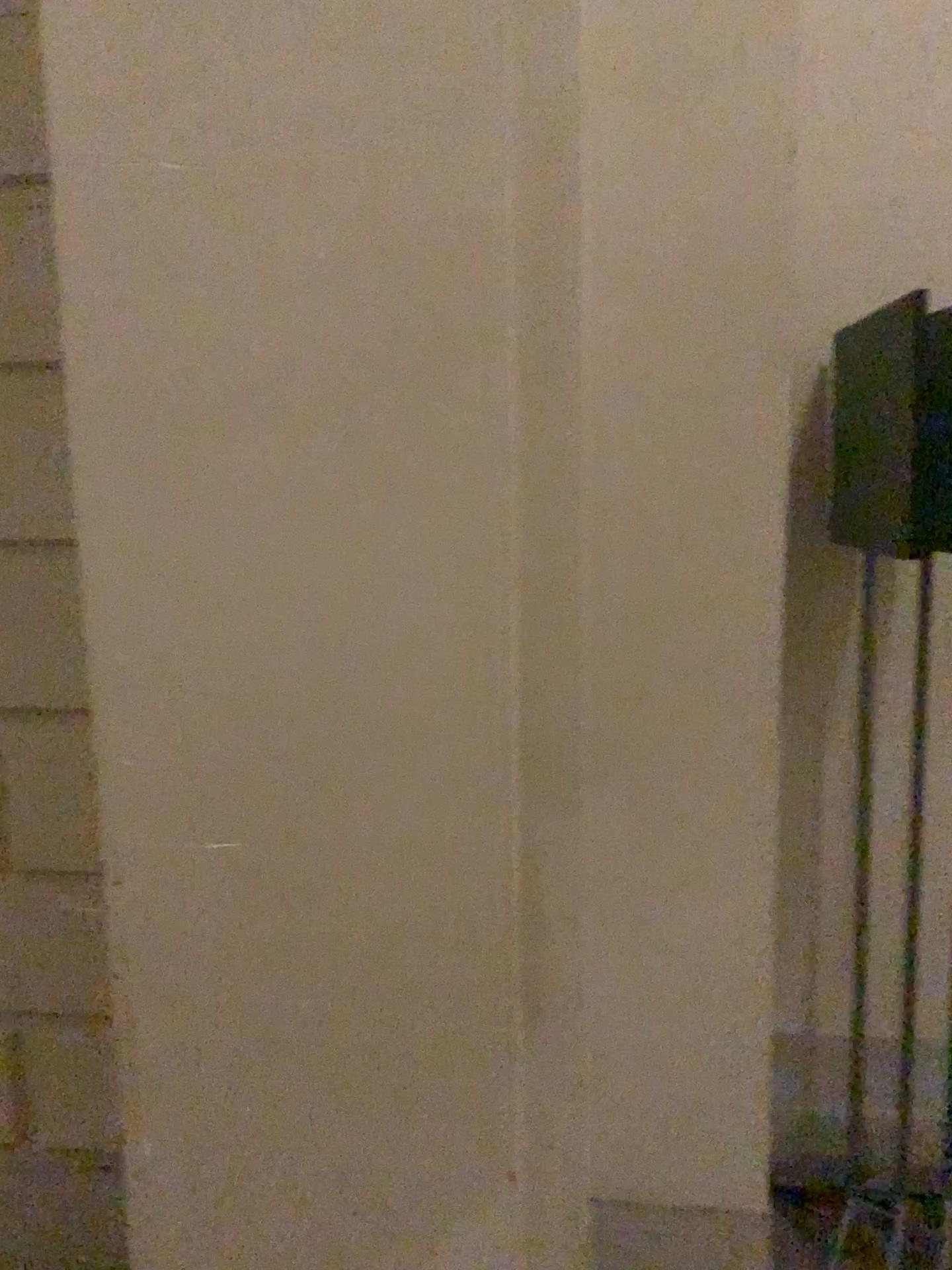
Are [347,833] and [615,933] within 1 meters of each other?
yes

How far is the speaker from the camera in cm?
169

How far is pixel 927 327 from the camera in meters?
1.7
